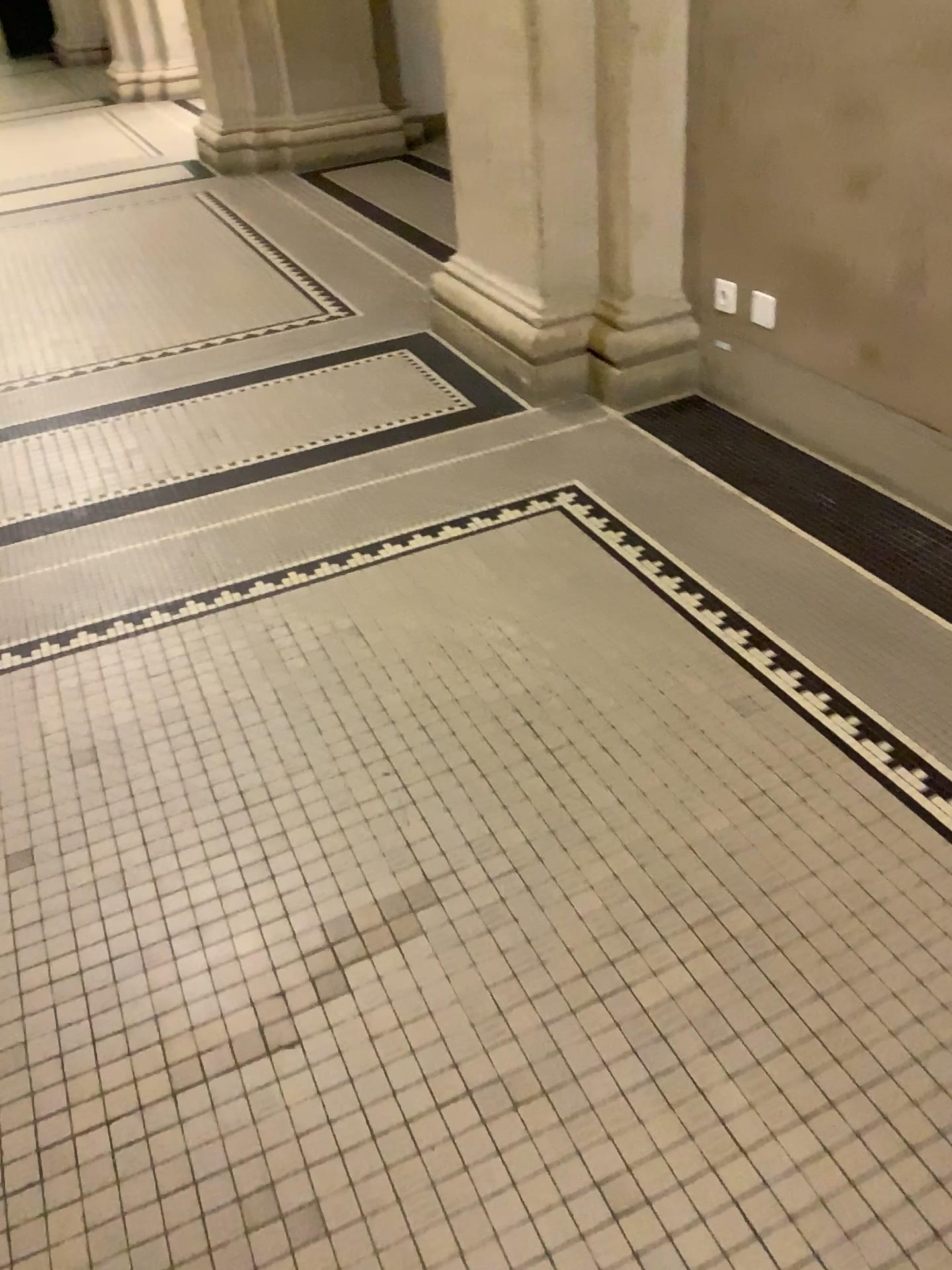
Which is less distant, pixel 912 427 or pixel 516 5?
pixel 912 427

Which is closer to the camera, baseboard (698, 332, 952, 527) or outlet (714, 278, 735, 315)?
baseboard (698, 332, 952, 527)

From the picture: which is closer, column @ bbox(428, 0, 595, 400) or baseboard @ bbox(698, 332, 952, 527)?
baseboard @ bbox(698, 332, 952, 527)

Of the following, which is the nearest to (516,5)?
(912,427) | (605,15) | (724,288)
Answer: (605,15)

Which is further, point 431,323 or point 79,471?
point 431,323

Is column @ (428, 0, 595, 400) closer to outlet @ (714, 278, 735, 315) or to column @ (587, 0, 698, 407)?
column @ (587, 0, 698, 407)

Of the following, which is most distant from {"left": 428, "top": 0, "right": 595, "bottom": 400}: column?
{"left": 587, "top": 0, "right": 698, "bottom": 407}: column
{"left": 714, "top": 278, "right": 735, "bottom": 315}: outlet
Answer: {"left": 714, "top": 278, "right": 735, "bottom": 315}: outlet

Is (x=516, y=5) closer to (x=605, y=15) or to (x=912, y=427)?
(x=605, y=15)
